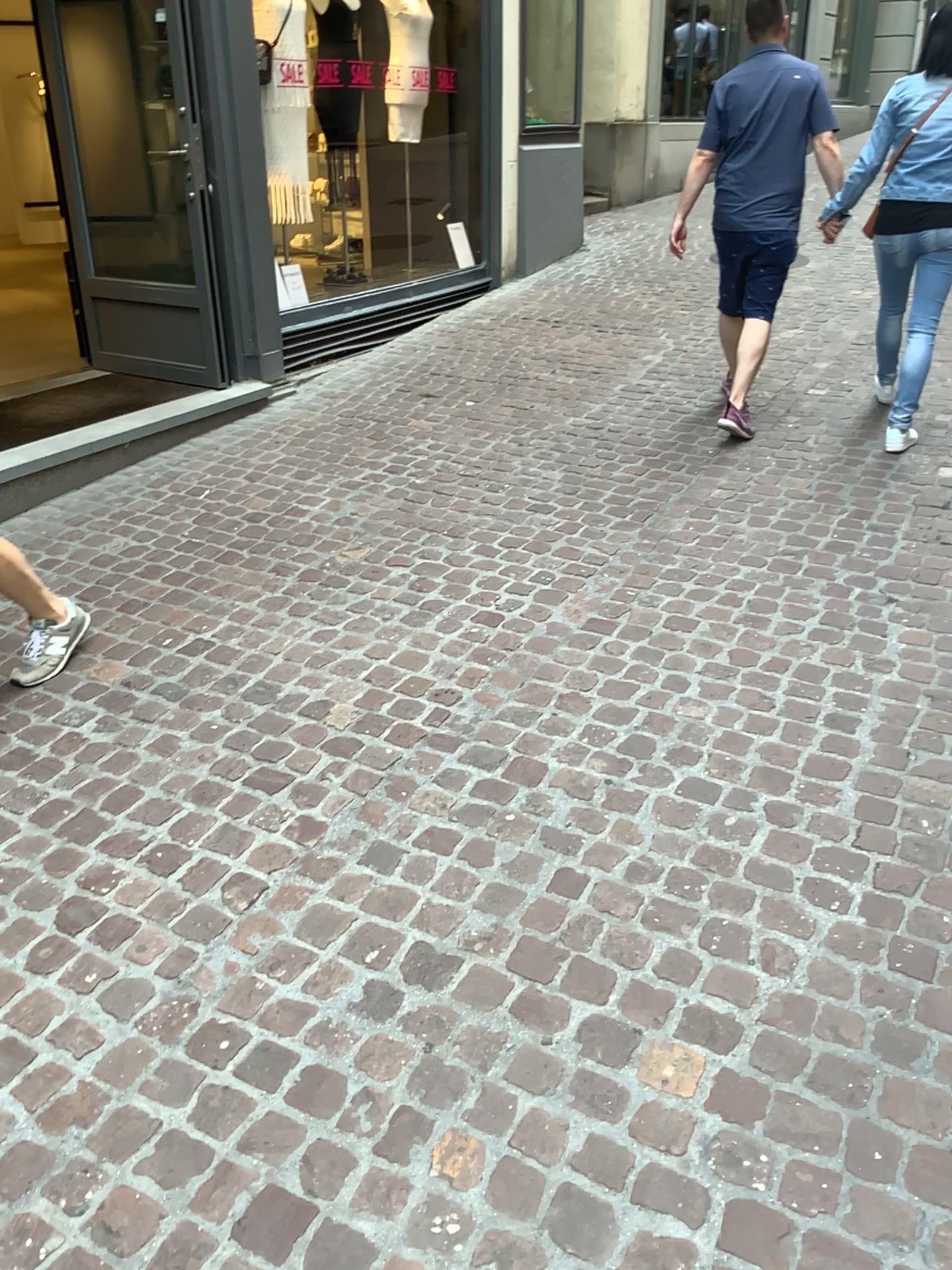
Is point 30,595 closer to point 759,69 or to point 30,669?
point 30,669

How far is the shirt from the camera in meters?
4.2

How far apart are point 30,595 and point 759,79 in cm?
344

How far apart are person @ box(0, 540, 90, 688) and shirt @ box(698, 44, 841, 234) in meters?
3.1 m

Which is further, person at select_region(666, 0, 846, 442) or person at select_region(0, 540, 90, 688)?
person at select_region(666, 0, 846, 442)

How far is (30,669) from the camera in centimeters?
301cm

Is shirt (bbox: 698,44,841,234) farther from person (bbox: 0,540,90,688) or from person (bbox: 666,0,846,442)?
person (bbox: 0,540,90,688)

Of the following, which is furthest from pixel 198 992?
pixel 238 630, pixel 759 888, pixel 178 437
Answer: pixel 178 437

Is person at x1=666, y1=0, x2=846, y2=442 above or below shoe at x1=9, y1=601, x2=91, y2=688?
above

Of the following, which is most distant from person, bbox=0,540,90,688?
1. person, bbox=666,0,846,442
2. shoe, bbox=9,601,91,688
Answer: person, bbox=666,0,846,442
